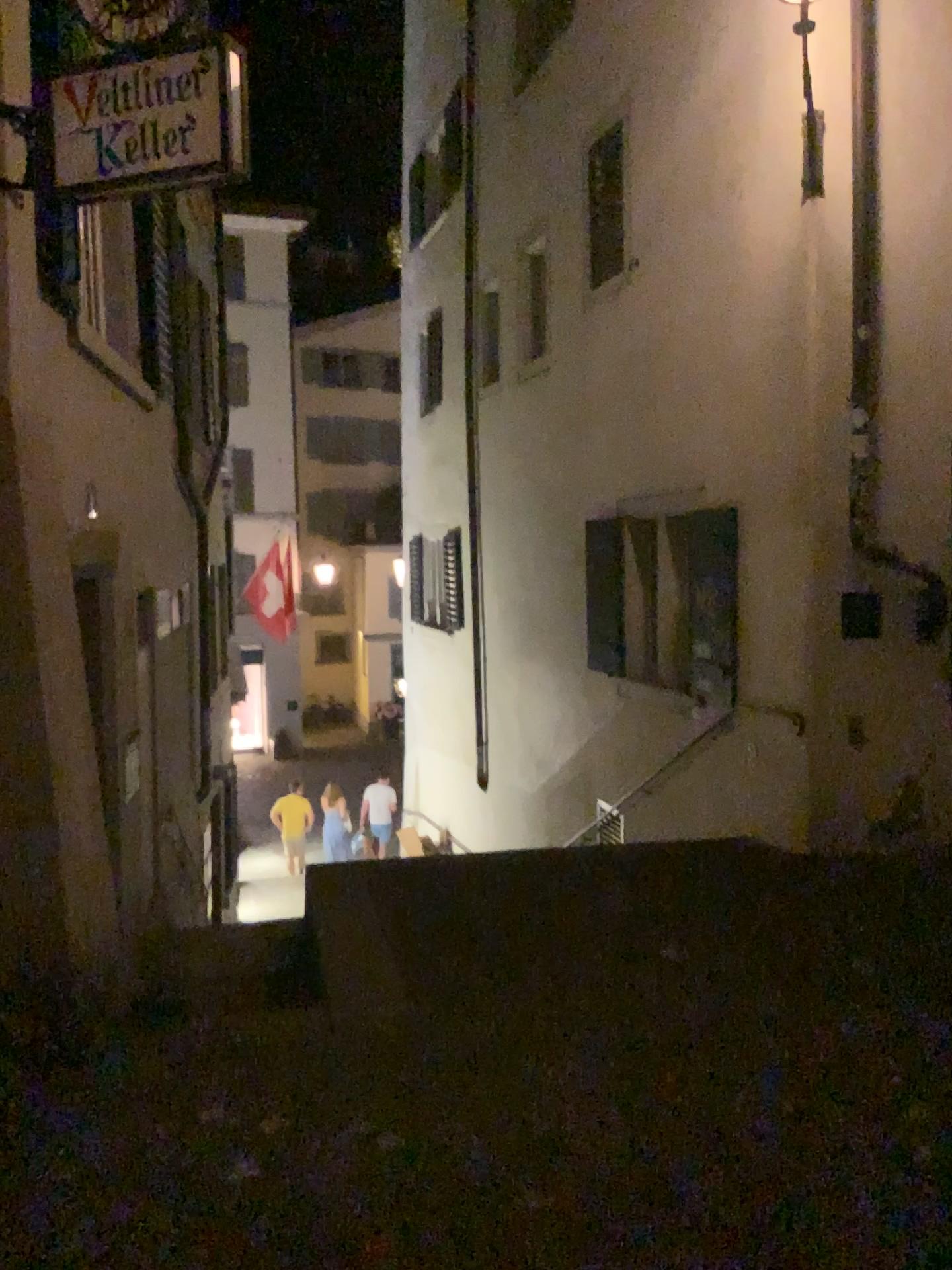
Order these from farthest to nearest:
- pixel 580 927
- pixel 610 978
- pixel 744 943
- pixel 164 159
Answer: pixel 580 927 < pixel 744 943 < pixel 610 978 < pixel 164 159

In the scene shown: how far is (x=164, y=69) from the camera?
3.5 meters

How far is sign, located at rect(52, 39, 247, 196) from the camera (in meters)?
3.47
